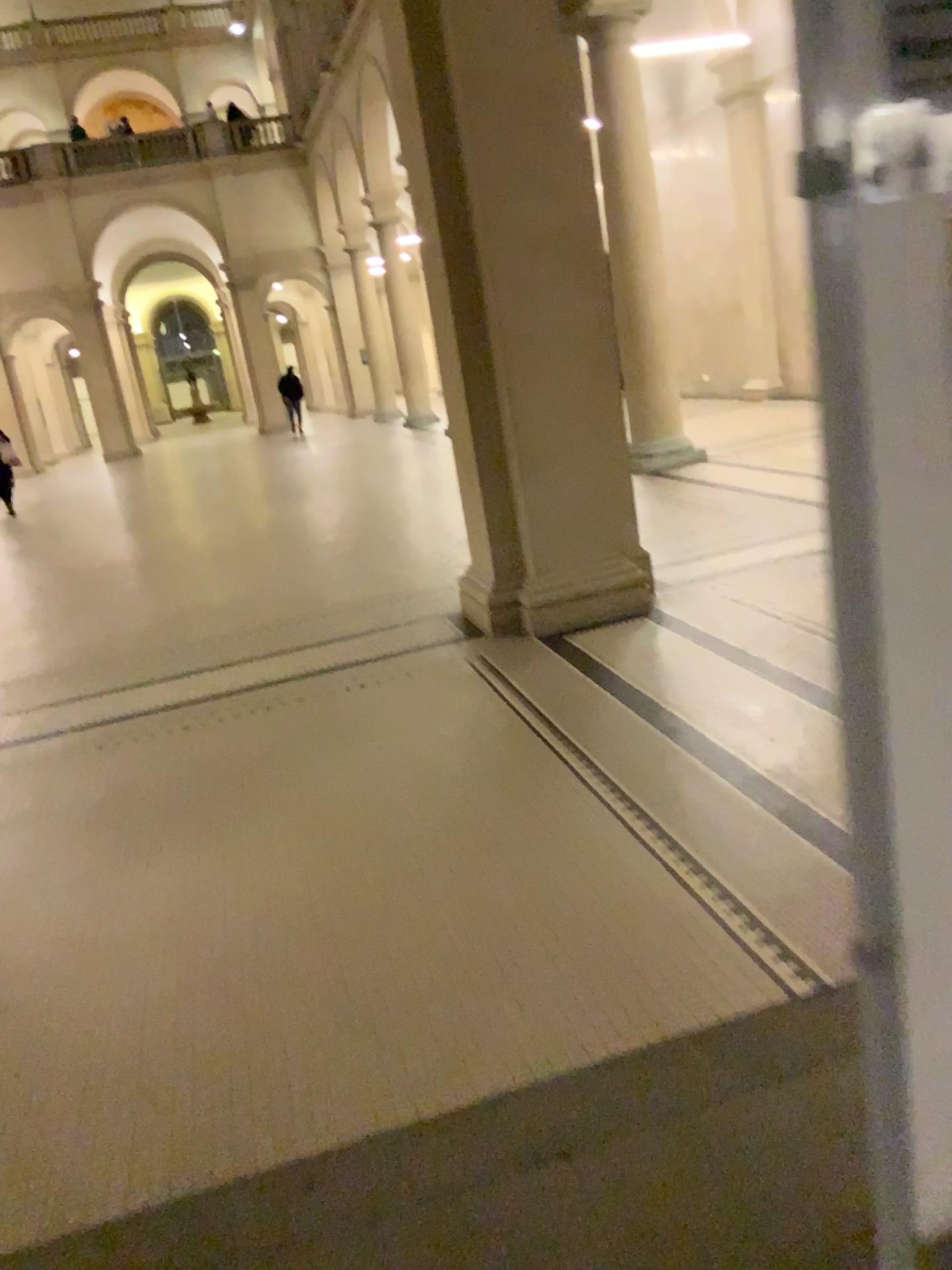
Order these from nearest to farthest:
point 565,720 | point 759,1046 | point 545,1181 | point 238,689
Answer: point 545,1181 → point 759,1046 → point 565,720 → point 238,689
